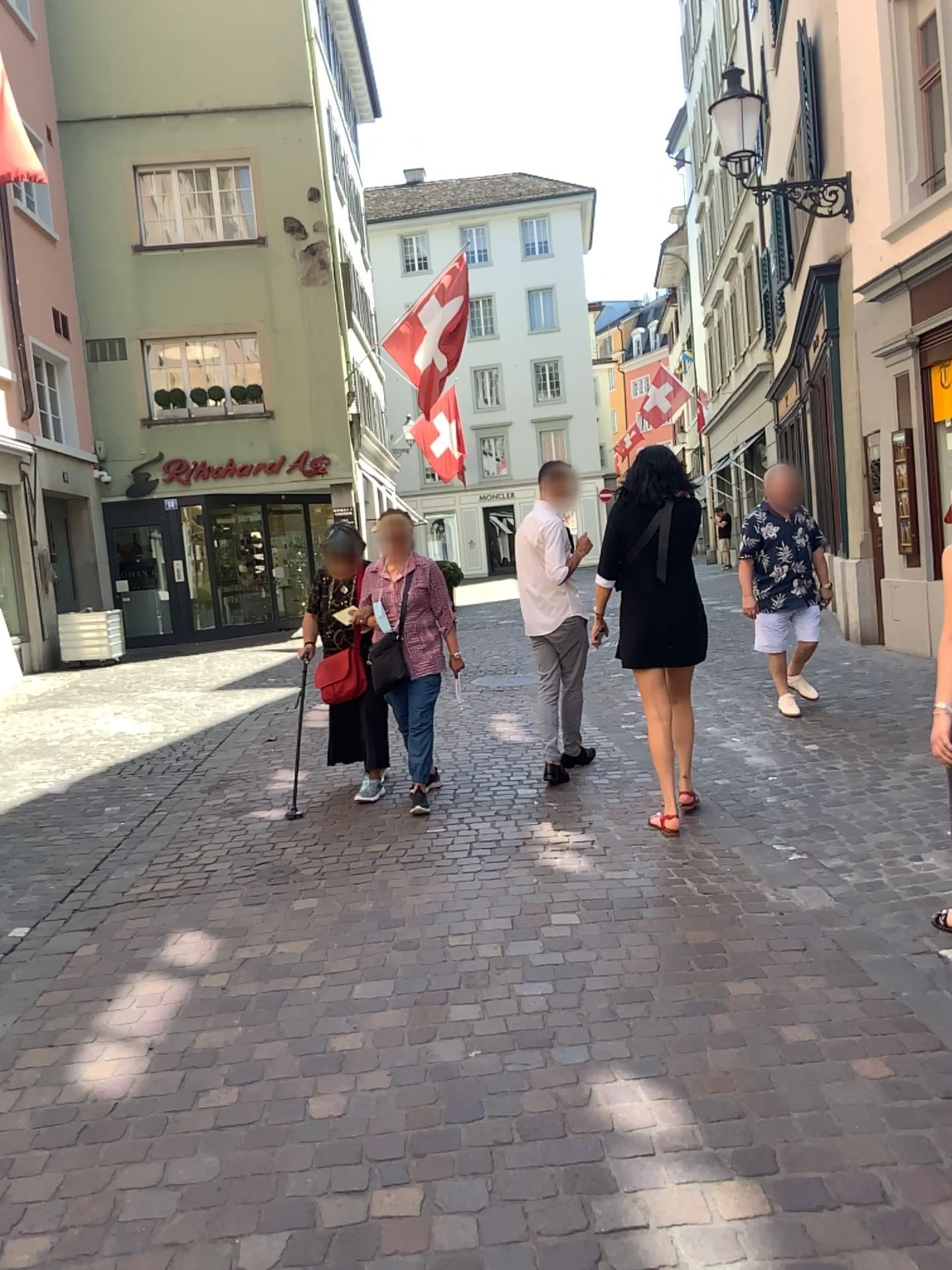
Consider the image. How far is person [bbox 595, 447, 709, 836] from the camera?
4.6 meters

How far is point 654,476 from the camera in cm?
461

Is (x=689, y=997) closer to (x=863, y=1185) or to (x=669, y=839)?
(x=863, y=1185)
